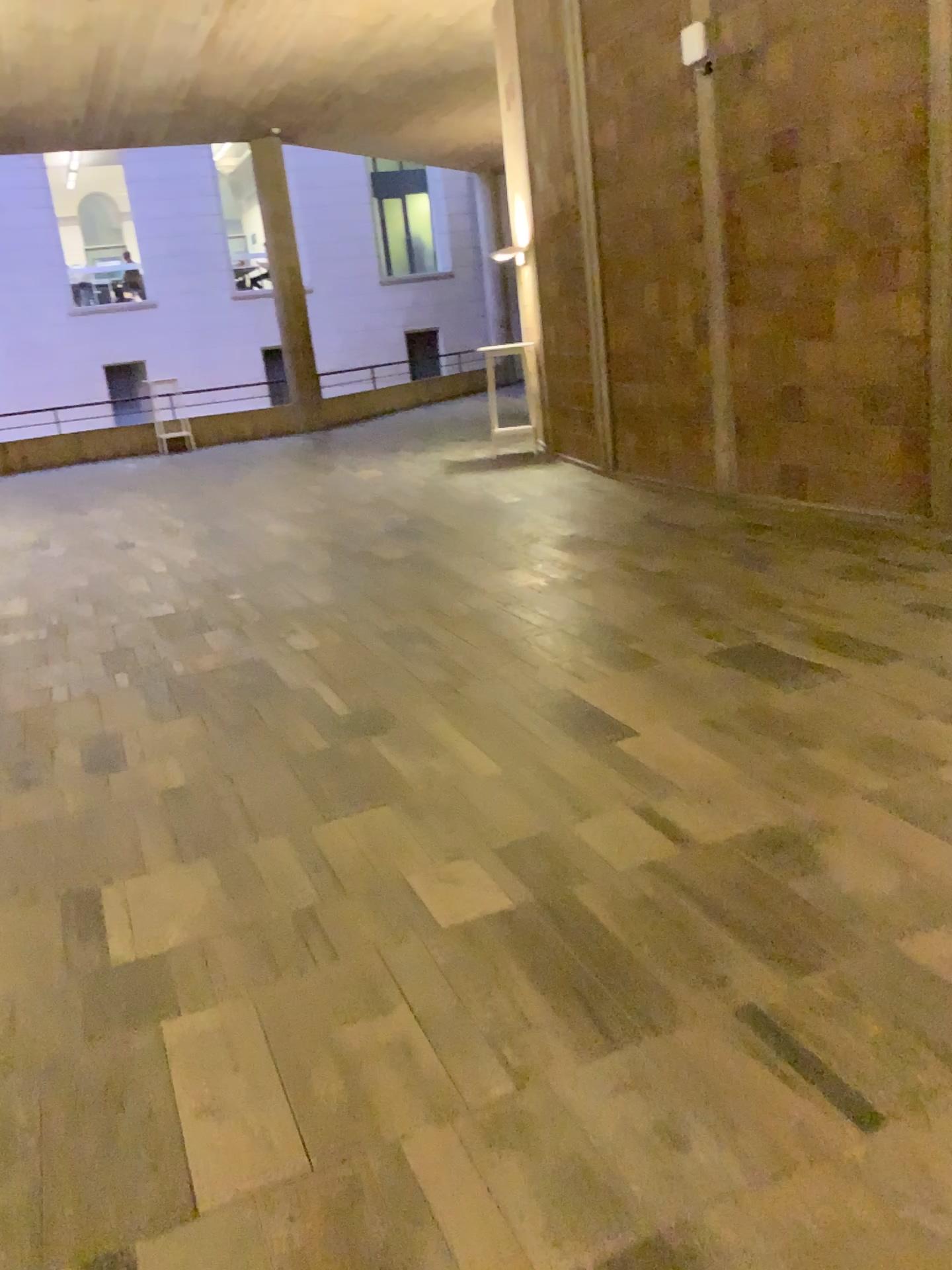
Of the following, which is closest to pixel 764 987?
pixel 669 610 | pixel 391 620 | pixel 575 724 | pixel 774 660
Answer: pixel 575 724
